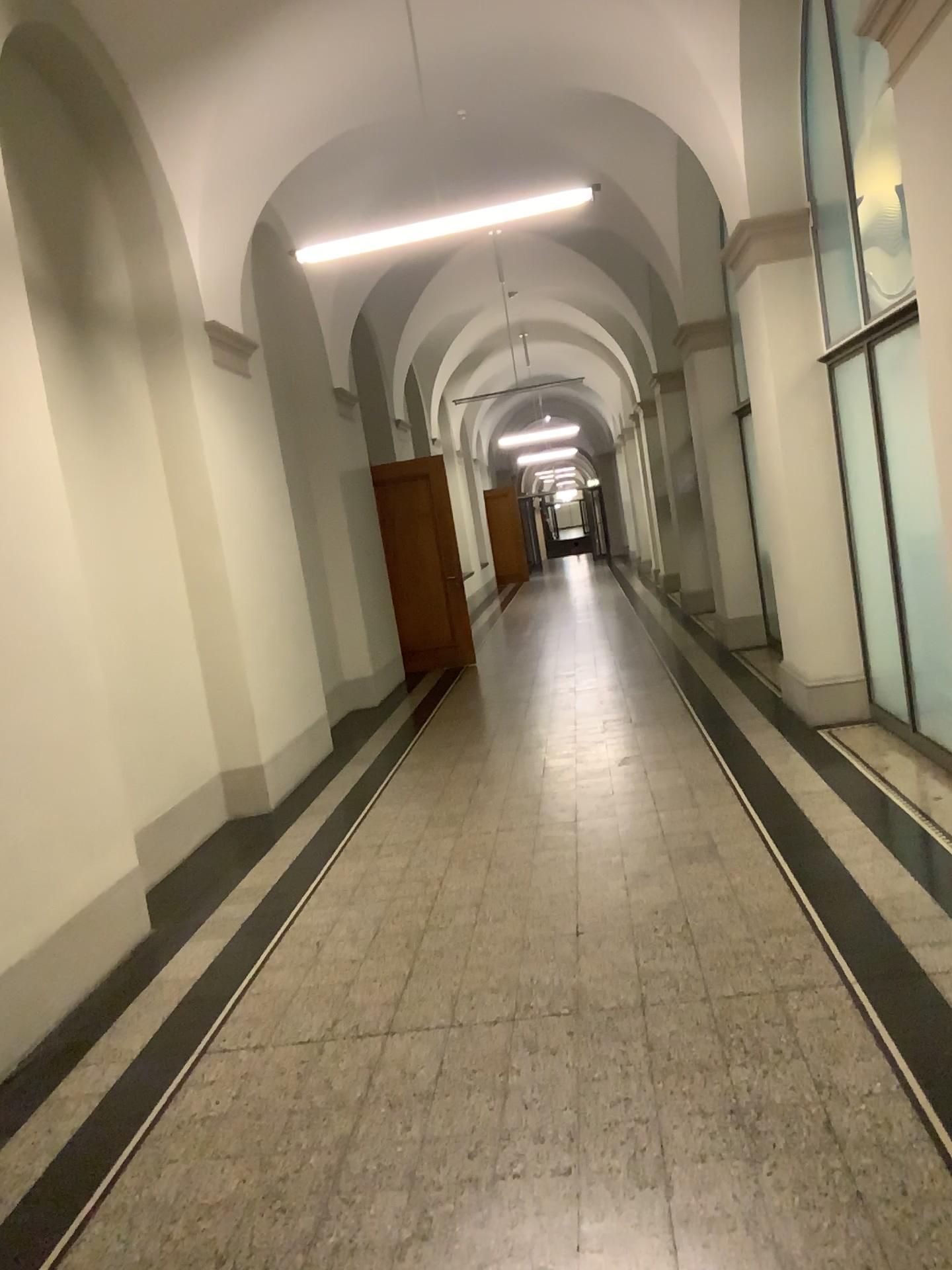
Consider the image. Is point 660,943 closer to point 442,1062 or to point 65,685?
point 442,1062
